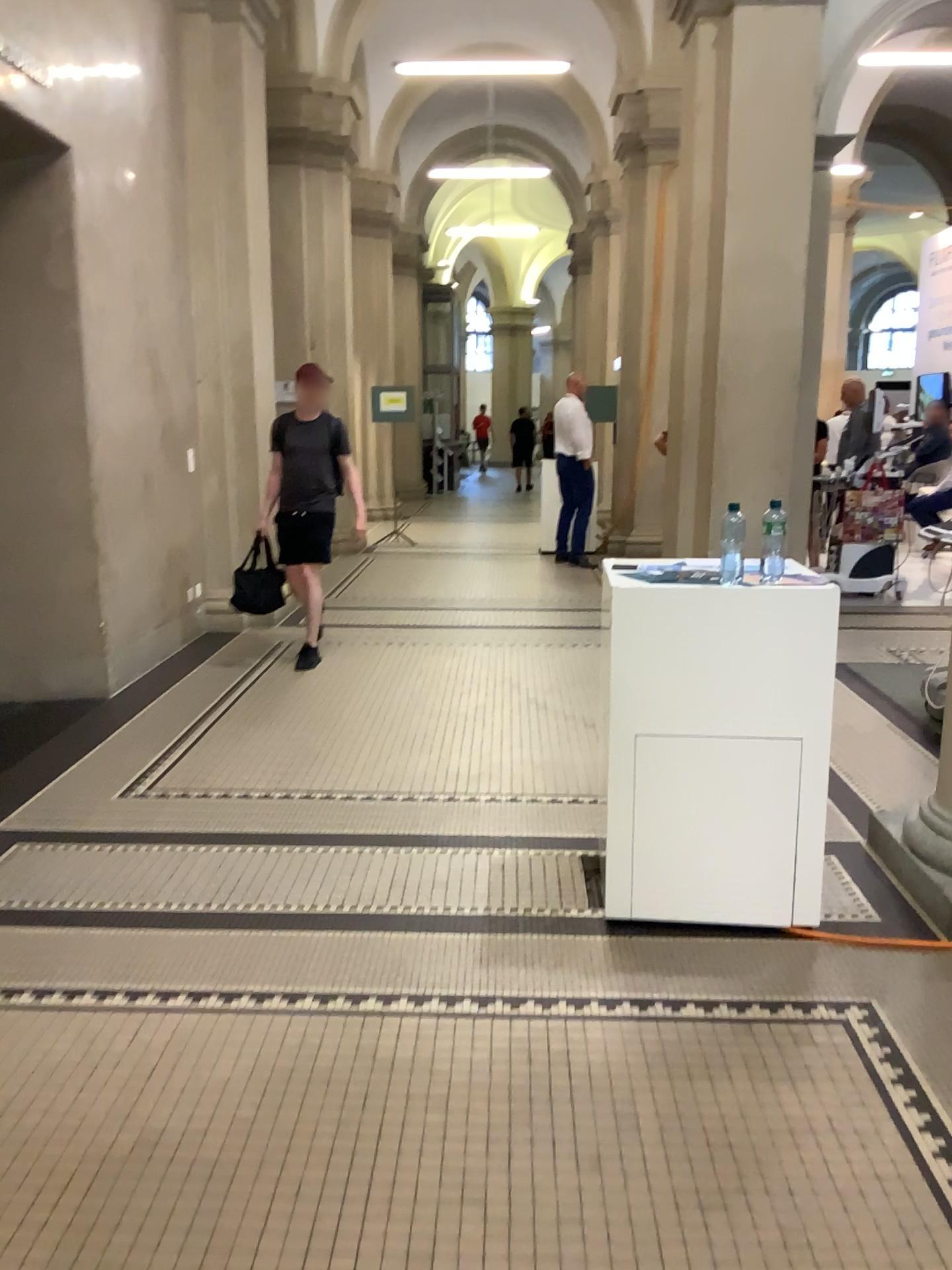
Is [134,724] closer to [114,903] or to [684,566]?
[114,903]
